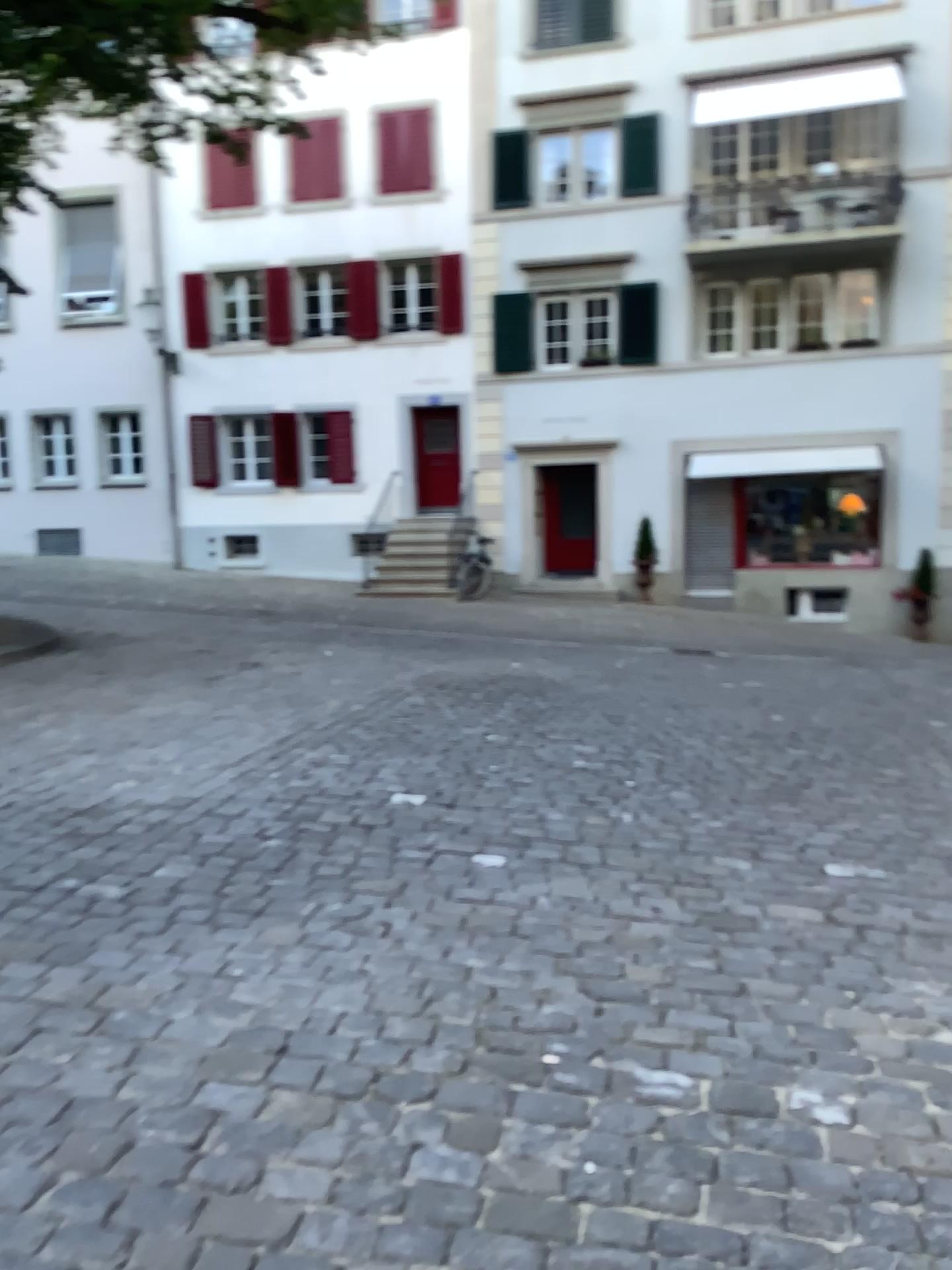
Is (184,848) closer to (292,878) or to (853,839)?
(292,878)
